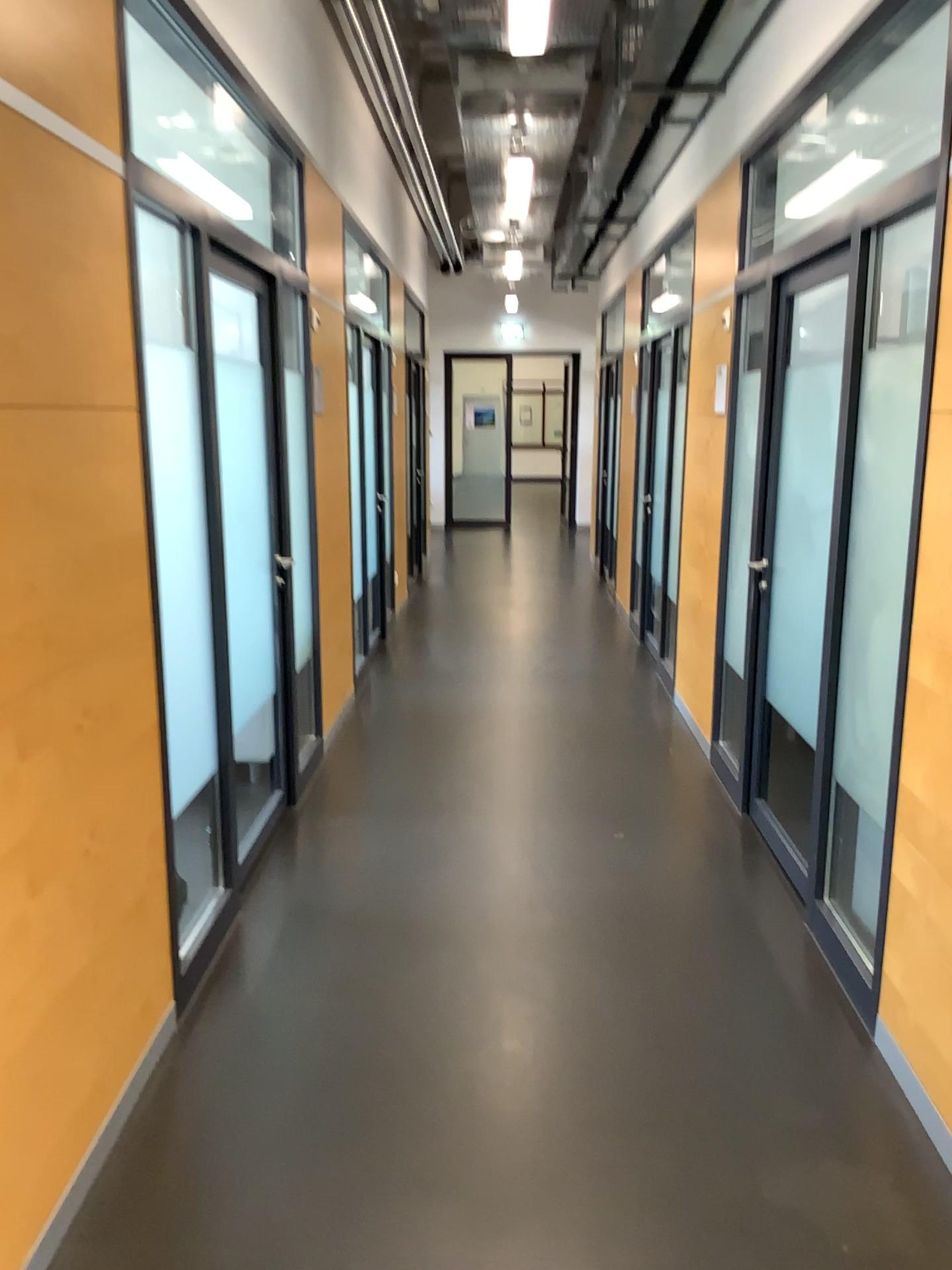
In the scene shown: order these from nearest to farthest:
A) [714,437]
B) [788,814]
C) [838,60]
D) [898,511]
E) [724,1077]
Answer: [724,1077] < [898,511] < [838,60] < [788,814] < [714,437]
